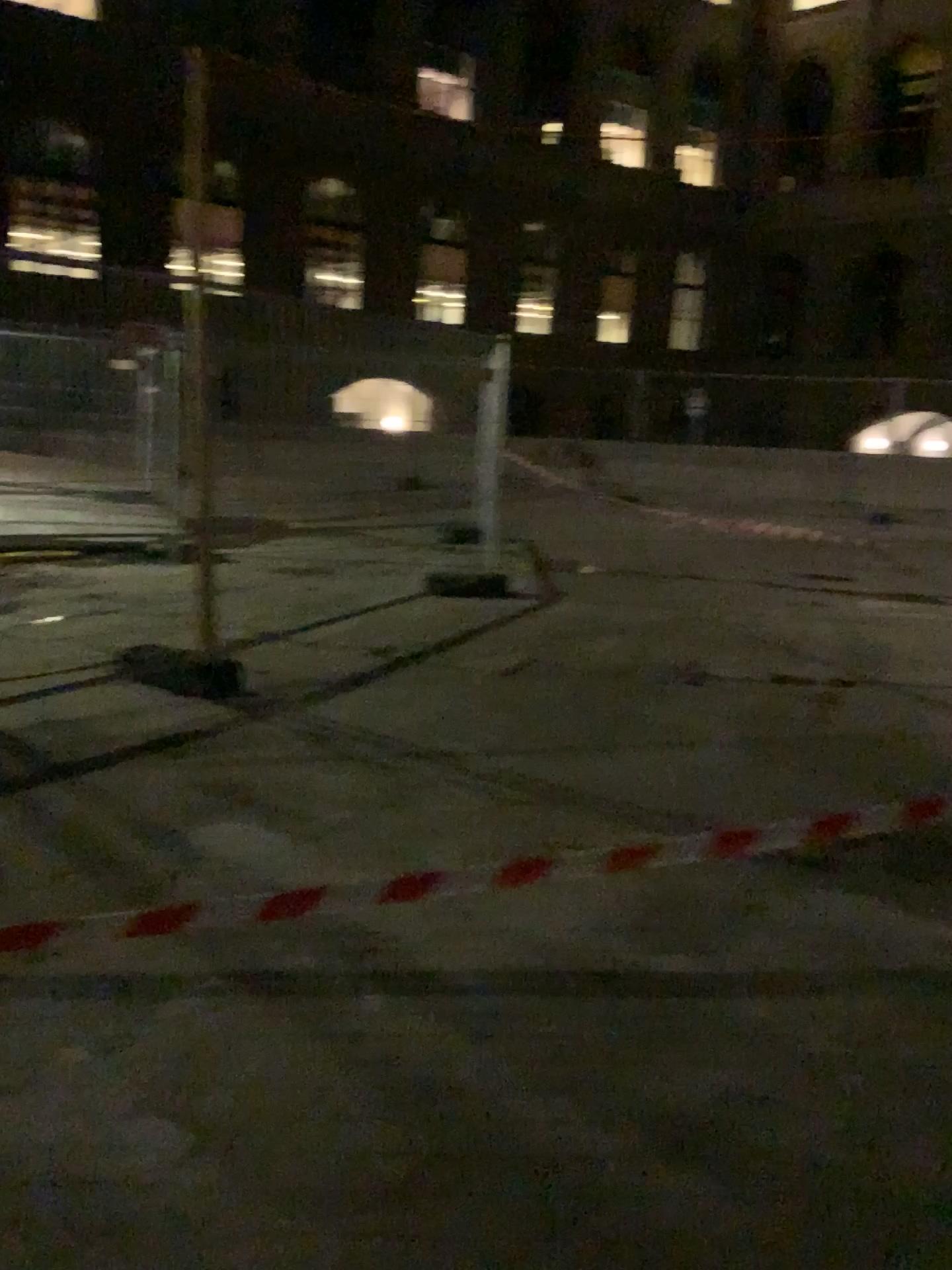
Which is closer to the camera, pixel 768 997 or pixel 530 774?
pixel 768 997
